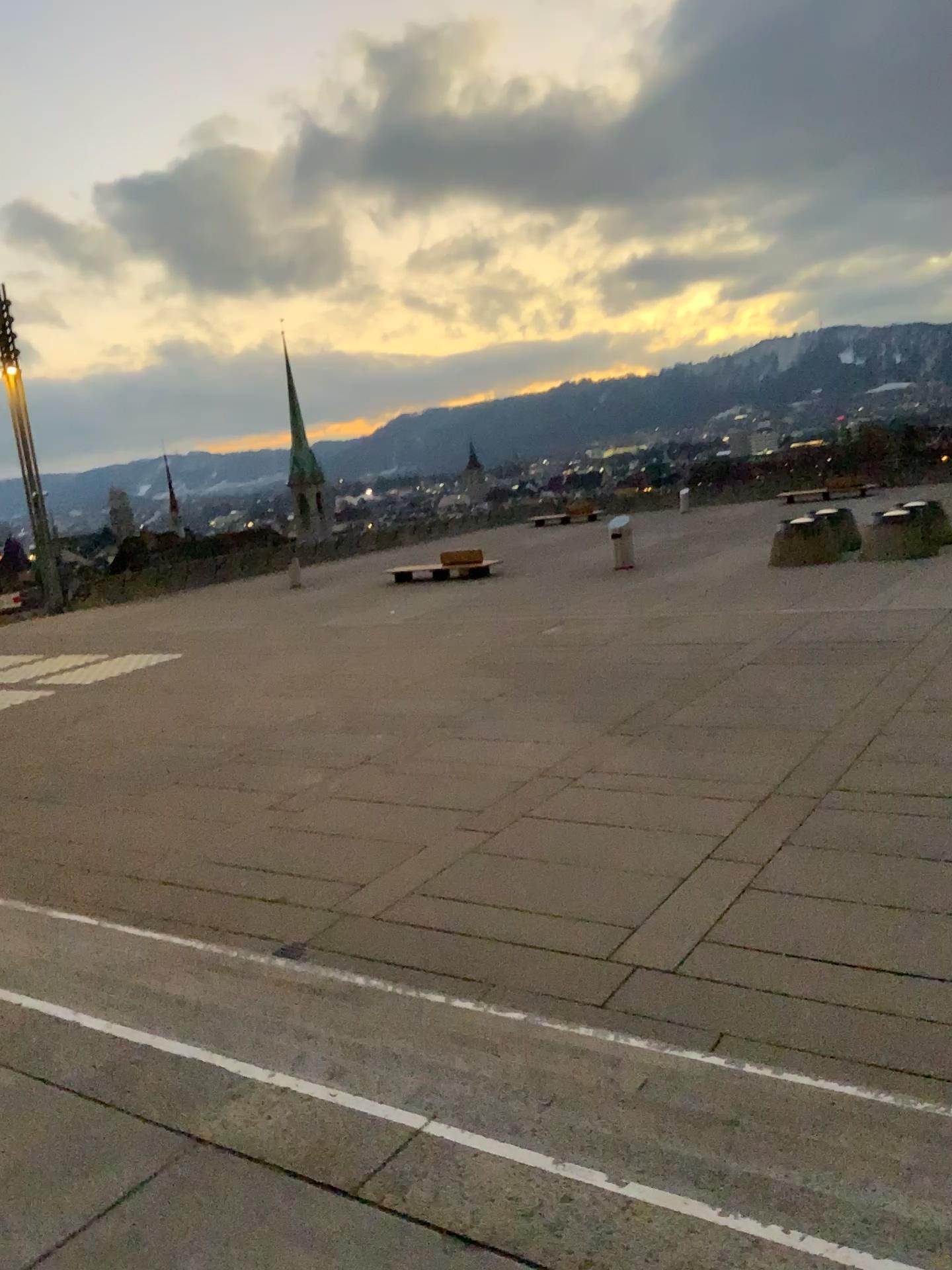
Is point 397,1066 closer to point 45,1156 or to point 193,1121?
point 193,1121
